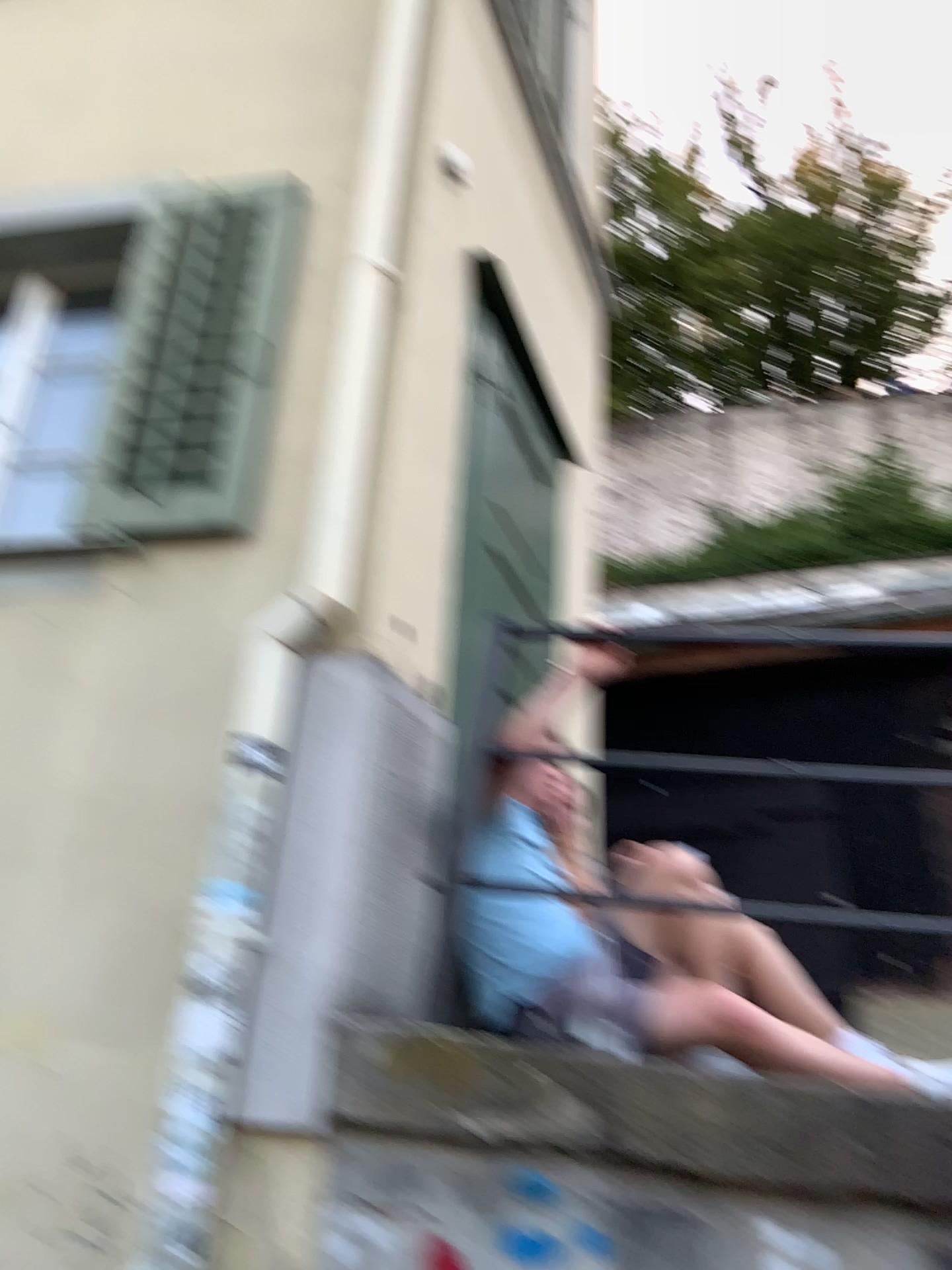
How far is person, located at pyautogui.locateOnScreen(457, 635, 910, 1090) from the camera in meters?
2.3

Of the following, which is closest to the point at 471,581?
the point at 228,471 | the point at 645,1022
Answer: the point at 228,471

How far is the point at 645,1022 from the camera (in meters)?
2.25

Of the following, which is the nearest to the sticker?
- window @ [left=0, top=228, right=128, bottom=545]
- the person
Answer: the person

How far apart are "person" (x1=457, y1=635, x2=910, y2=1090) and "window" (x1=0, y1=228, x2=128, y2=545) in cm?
152

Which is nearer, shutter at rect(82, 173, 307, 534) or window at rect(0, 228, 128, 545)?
shutter at rect(82, 173, 307, 534)

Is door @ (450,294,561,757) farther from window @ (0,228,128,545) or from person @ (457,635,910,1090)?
window @ (0,228,128,545)

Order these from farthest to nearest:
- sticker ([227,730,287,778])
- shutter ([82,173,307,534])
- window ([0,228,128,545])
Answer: window ([0,228,128,545])
shutter ([82,173,307,534])
sticker ([227,730,287,778])

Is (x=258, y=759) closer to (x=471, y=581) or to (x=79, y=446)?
(x=471, y=581)

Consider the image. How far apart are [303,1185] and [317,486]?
1.57m
